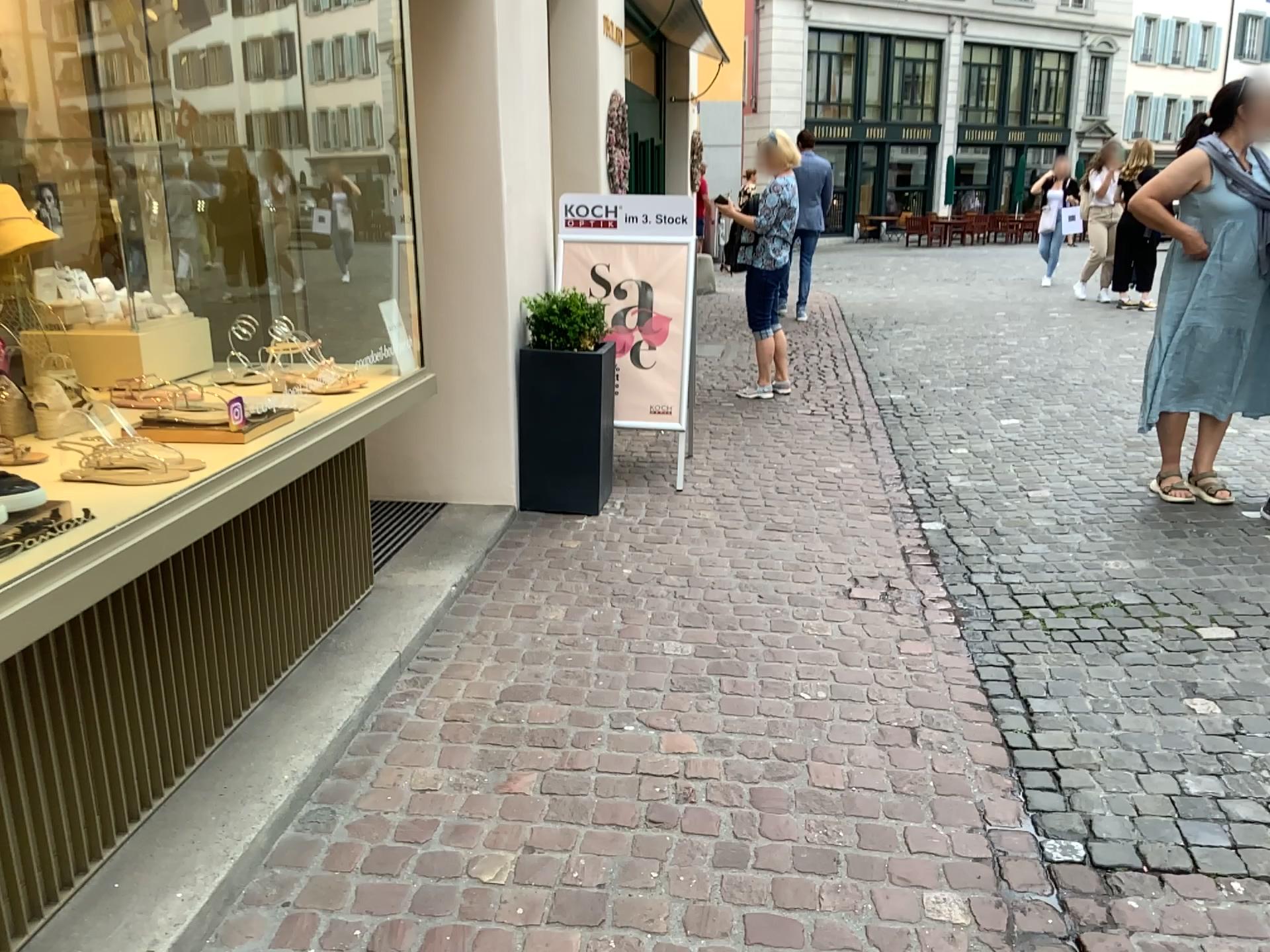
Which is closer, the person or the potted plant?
the person

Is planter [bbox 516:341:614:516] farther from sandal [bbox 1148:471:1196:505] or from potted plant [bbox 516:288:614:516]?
sandal [bbox 1148:471:1196:505]

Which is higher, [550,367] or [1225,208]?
[1225,208]

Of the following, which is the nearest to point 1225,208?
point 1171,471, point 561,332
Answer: point 1171,471

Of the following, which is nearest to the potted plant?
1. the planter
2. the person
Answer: the planter

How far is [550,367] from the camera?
4.4 meters

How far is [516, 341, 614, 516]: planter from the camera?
4.4 meters

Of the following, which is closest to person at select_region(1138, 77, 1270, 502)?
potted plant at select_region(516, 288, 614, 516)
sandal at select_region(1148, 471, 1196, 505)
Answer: sandal at select_region(1148, 471, 1196, 505)

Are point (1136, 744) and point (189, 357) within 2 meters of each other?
no

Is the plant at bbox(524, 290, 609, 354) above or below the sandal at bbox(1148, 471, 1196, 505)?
above
